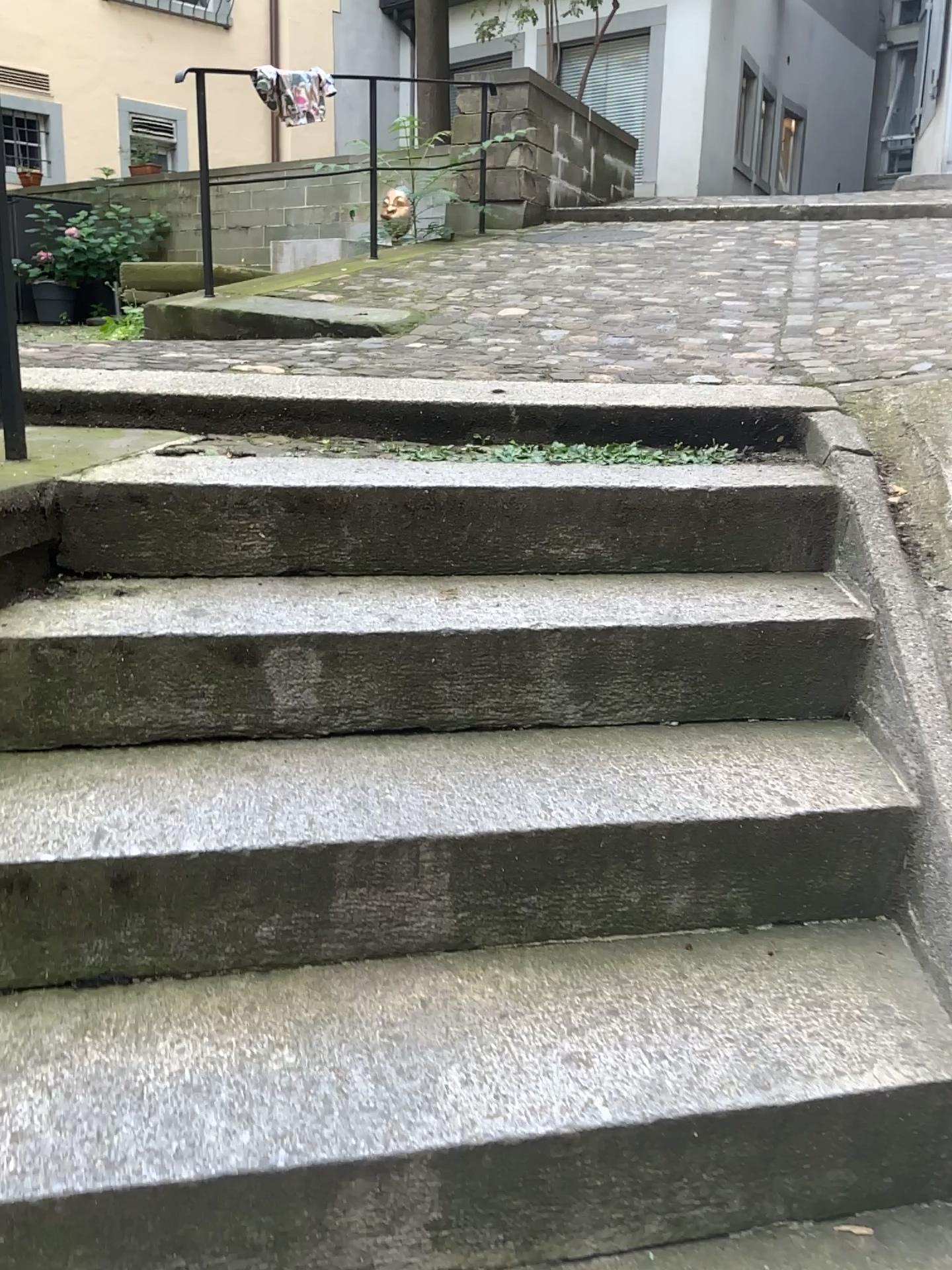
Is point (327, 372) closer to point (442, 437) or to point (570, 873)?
point (442, 437)
